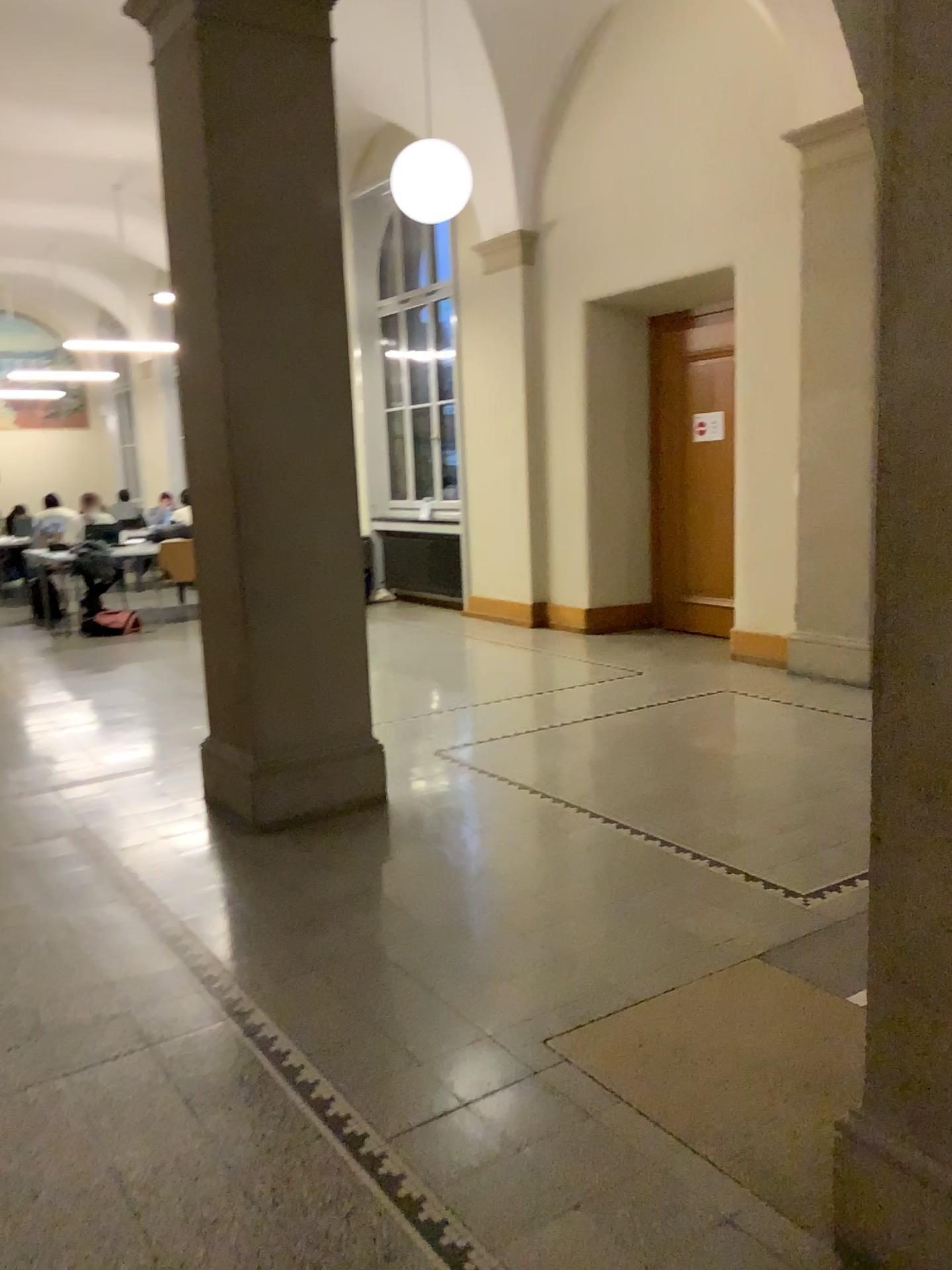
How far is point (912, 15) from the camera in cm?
155

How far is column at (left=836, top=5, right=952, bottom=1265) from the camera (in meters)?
1.55

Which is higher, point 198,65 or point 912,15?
point 198,65

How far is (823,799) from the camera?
4.2 meters

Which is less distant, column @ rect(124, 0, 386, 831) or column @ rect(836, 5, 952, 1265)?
column @ rect(836, 5, 952, 1265)

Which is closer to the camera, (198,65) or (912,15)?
(912,15)
